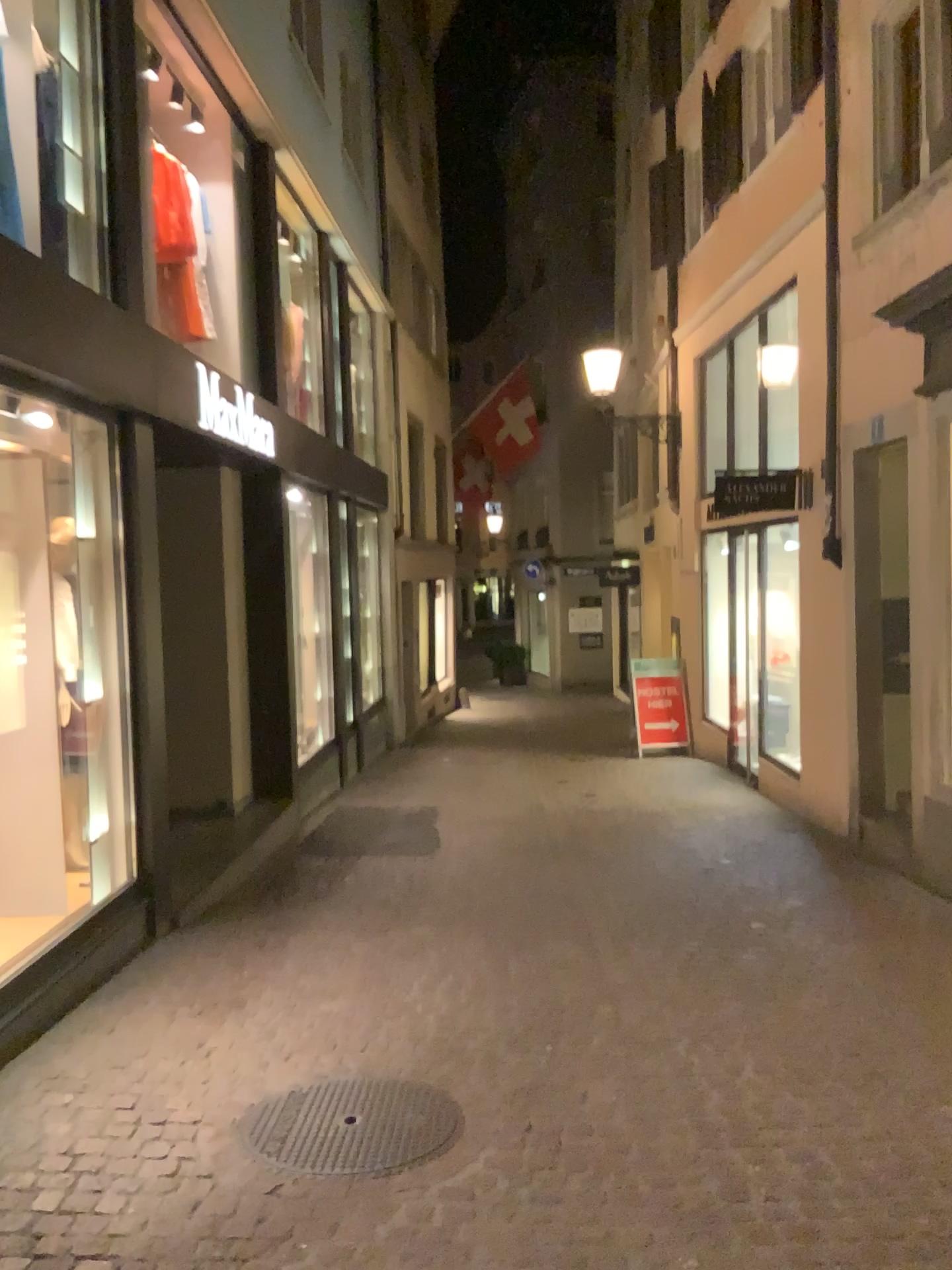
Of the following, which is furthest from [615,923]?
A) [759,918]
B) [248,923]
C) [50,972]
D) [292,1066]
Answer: [50,972]
